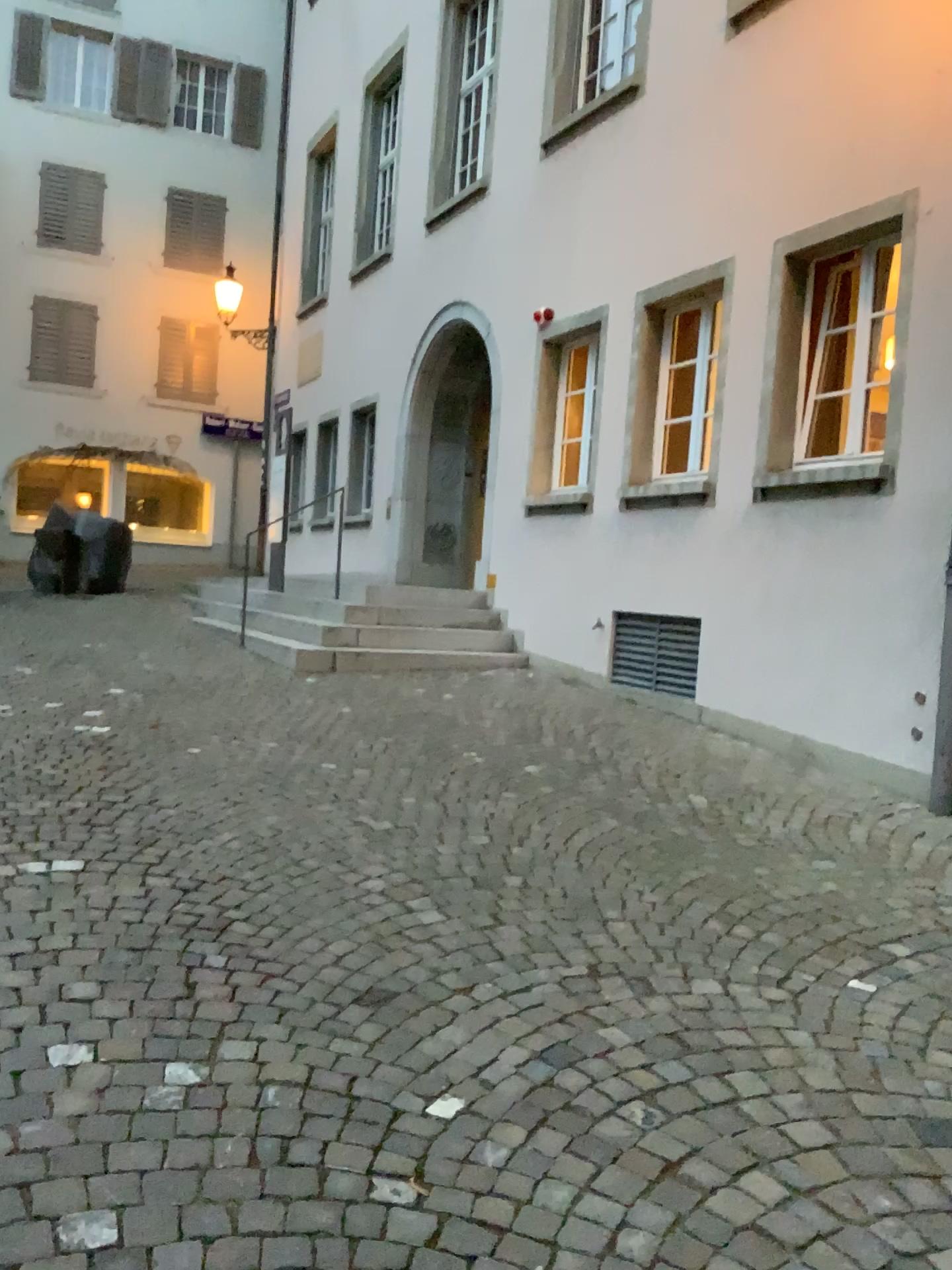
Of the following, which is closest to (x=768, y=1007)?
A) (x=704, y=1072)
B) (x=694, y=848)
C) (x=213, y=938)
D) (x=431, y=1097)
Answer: (x=704, y=1072)
